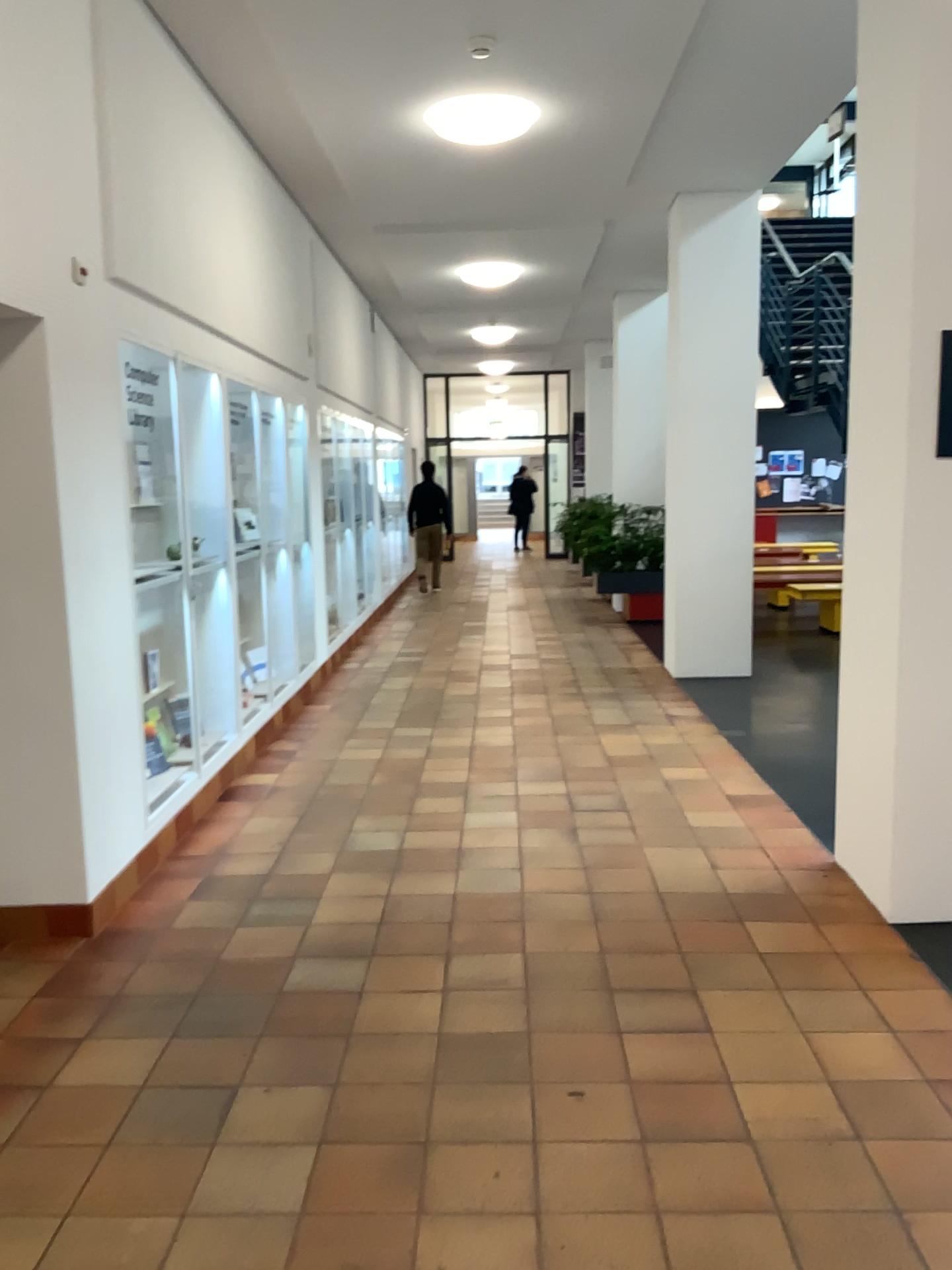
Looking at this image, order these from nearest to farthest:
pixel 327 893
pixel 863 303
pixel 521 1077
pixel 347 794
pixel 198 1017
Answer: pixel 521 1077 < pixel 198 1017 < pixel 863 303 < pixel 327 893 < pixel 347 794
